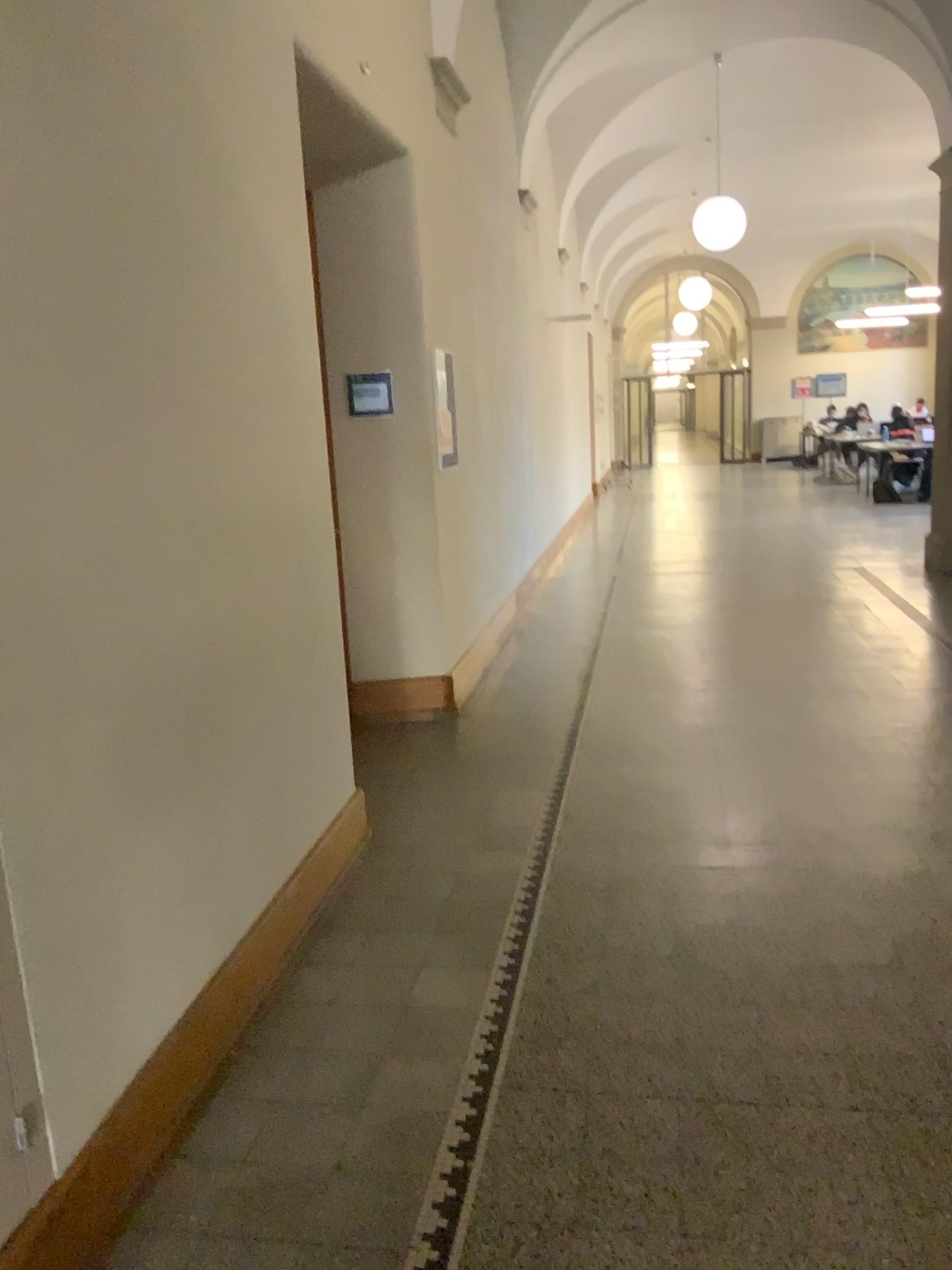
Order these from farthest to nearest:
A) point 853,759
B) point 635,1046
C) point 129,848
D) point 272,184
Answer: point 853,759 < point 272,184 < point 635,1046 < point 129,848
